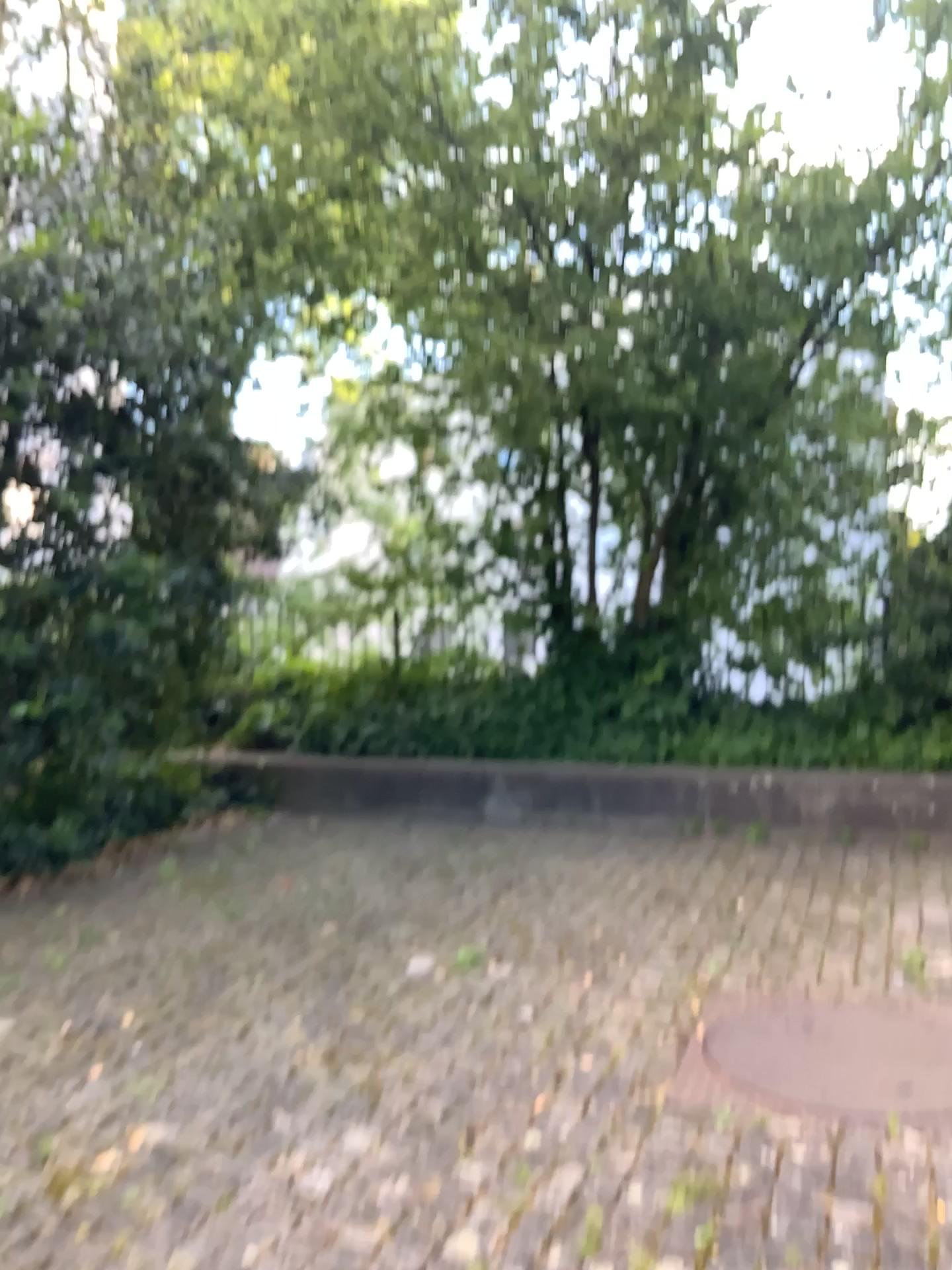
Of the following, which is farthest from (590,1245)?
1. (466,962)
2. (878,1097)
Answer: (466,962)

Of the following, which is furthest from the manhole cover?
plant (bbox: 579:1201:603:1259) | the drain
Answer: plant (bbox: 579:1201:603:1259)

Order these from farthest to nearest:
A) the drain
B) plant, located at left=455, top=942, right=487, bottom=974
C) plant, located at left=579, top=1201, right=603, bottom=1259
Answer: plant, located at left=455, top=942, right=487, bottom=974 → the drain → plant, located at left=579, top=1201, right=603, bottom=1259

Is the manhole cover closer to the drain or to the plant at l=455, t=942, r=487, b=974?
the drain

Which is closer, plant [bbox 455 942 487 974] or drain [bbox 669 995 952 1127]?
drain [bbox 669 995 952 1127]

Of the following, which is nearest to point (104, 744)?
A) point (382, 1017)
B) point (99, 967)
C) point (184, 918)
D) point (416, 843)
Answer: point (184, 918)

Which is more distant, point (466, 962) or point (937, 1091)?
point (466, 962)

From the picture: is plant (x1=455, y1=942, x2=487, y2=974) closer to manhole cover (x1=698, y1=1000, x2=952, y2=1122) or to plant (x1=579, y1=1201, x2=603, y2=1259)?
manhole cover (x1=698, y1=1000, x2=952, y2=1122)

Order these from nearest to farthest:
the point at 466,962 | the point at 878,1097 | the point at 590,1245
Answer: the point at 590,1245
the point at 878,1097
the point at 466,962

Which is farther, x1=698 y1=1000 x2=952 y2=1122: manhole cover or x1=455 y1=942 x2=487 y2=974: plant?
x1=455 y1=942 x2=487 y2=974: plant
